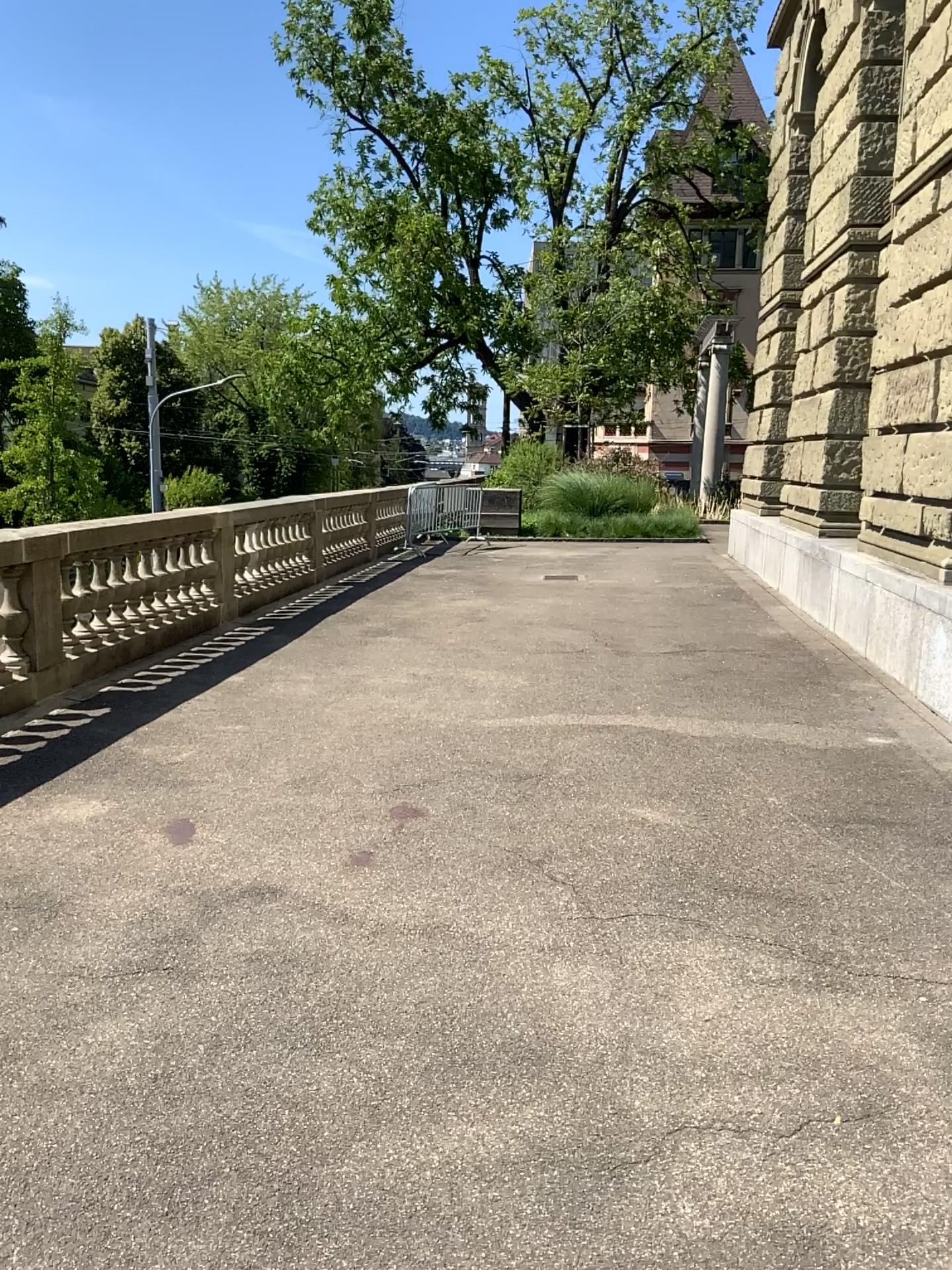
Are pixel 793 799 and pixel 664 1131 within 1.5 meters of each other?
no
